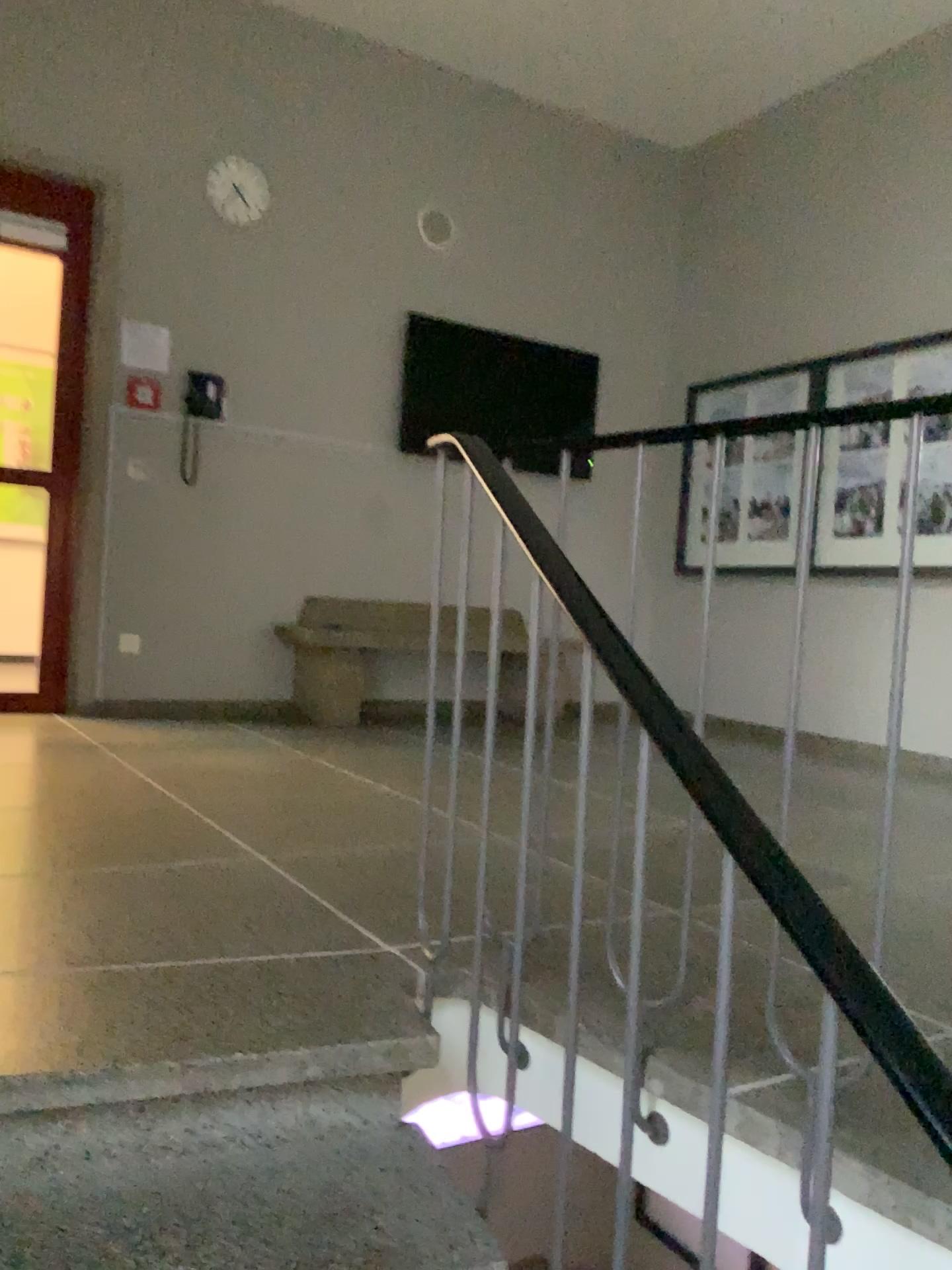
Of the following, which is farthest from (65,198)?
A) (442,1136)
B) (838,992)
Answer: (838,992)

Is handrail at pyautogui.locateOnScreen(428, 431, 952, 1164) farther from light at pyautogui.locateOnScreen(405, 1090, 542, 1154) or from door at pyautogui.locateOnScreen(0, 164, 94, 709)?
door at pyautogui.locateOnScreen(0, 164, 94, 709)

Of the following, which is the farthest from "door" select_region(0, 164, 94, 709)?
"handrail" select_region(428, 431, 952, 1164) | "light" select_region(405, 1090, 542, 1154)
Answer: "handrail" select_region(428, 431, 952, 1164)

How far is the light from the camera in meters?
1.5 m

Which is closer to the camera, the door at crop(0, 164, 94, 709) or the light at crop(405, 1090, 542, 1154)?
the light at crop(405, 1090, 542, 1154)

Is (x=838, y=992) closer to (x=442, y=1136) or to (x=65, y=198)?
(x=442, y=1136)

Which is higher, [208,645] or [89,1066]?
[208,645]

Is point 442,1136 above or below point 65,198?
below

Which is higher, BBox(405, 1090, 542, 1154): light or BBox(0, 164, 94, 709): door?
BBox(0, 164, 94, 709): door

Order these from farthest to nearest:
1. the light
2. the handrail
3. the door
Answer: the door → the light → the handrail
